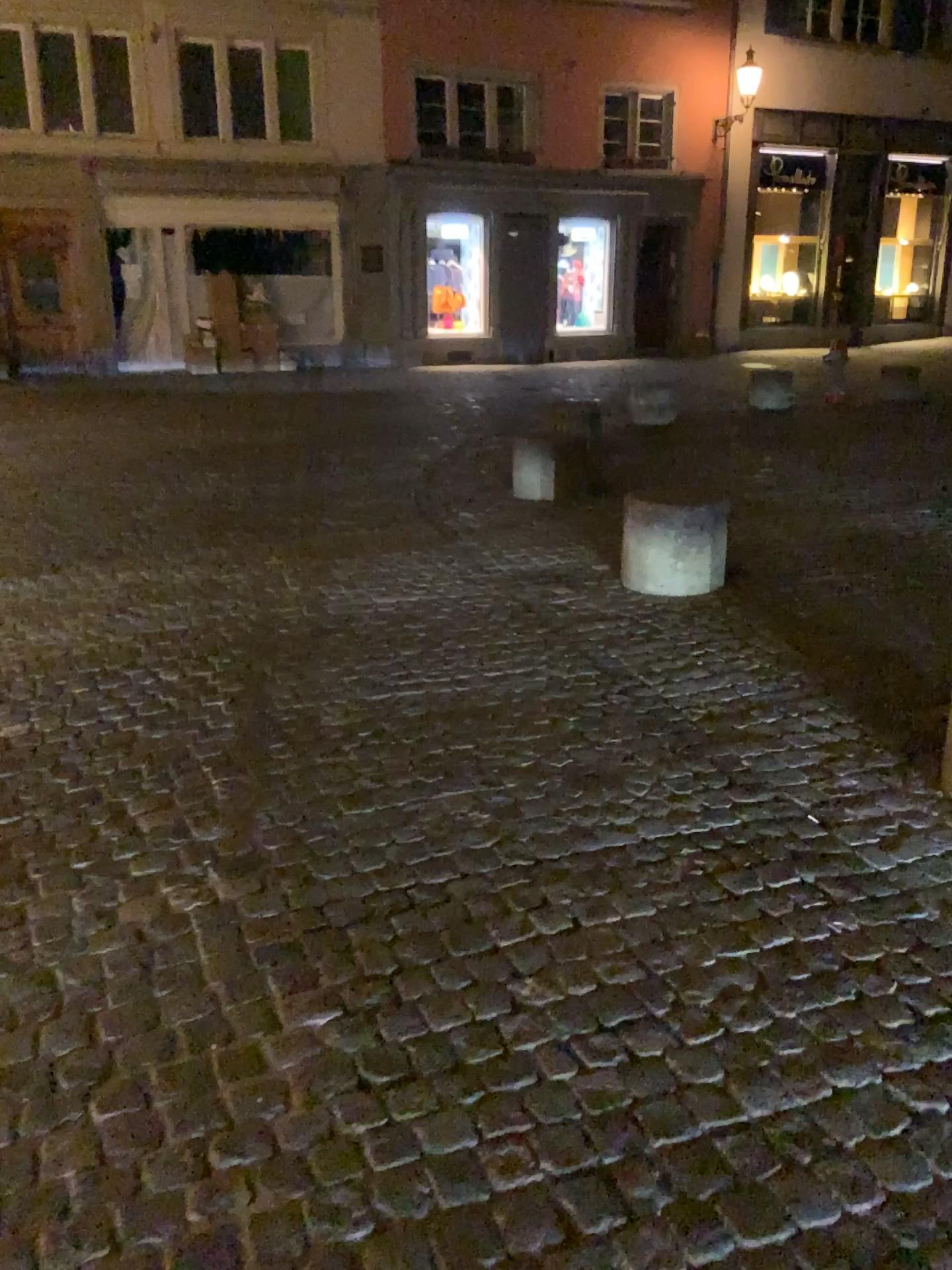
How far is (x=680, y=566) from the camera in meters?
4.8 m

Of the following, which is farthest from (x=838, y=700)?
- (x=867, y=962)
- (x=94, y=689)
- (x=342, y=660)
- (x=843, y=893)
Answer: (x=94, y=689)

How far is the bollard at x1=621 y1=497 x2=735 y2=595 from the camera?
4.8 meters
